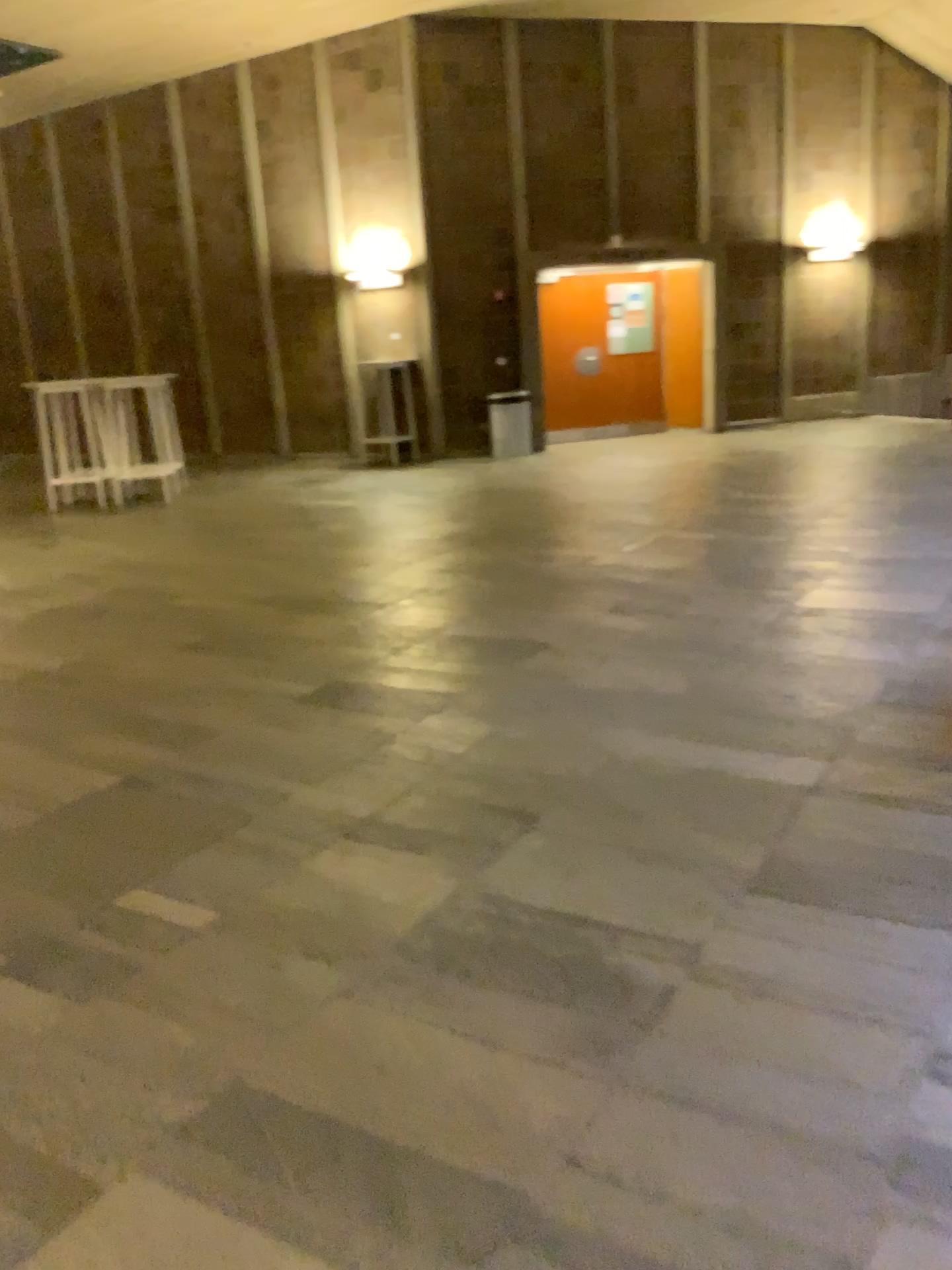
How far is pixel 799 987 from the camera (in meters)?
2.03
